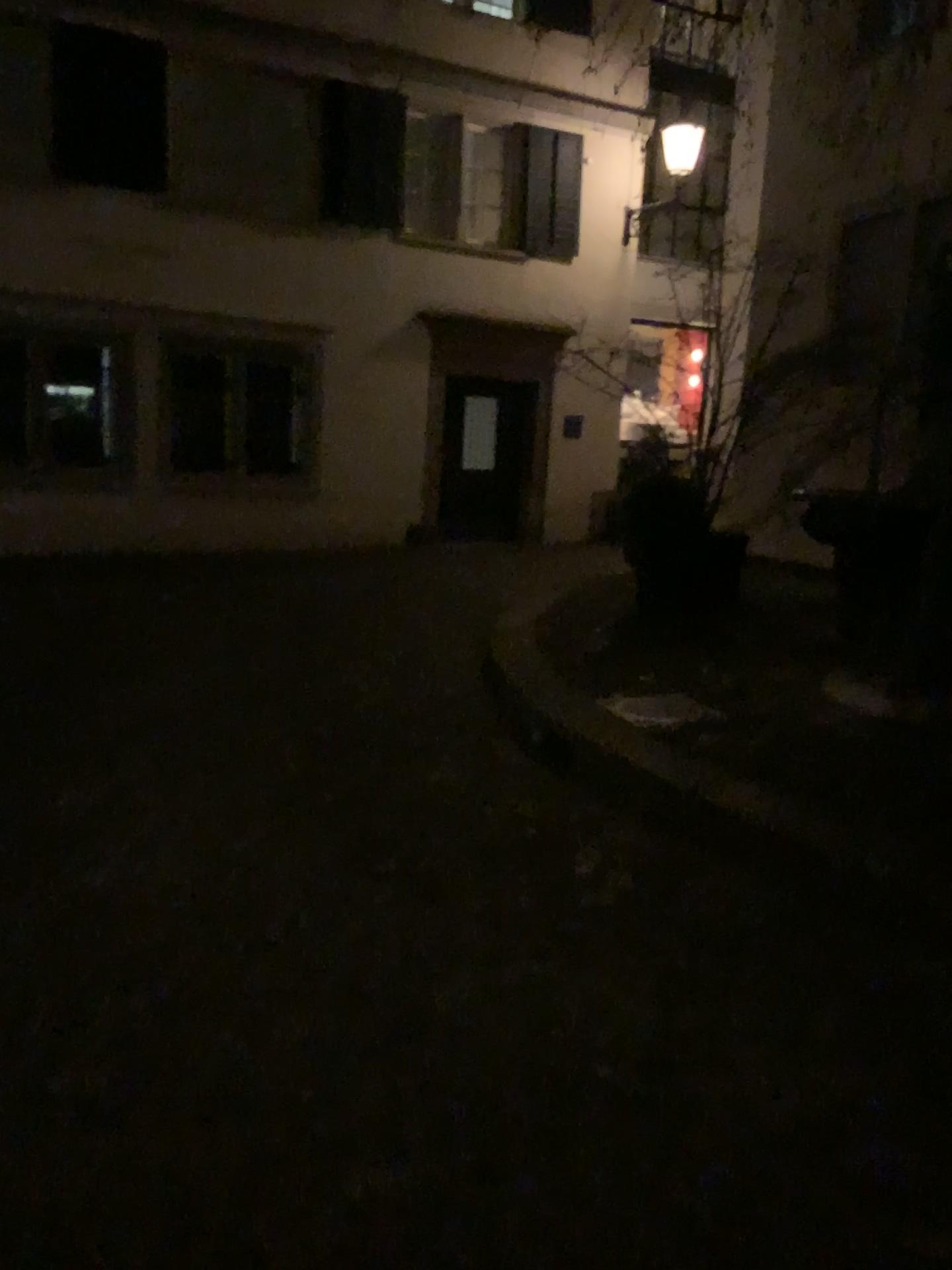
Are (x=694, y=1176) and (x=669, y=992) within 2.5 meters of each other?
yes
